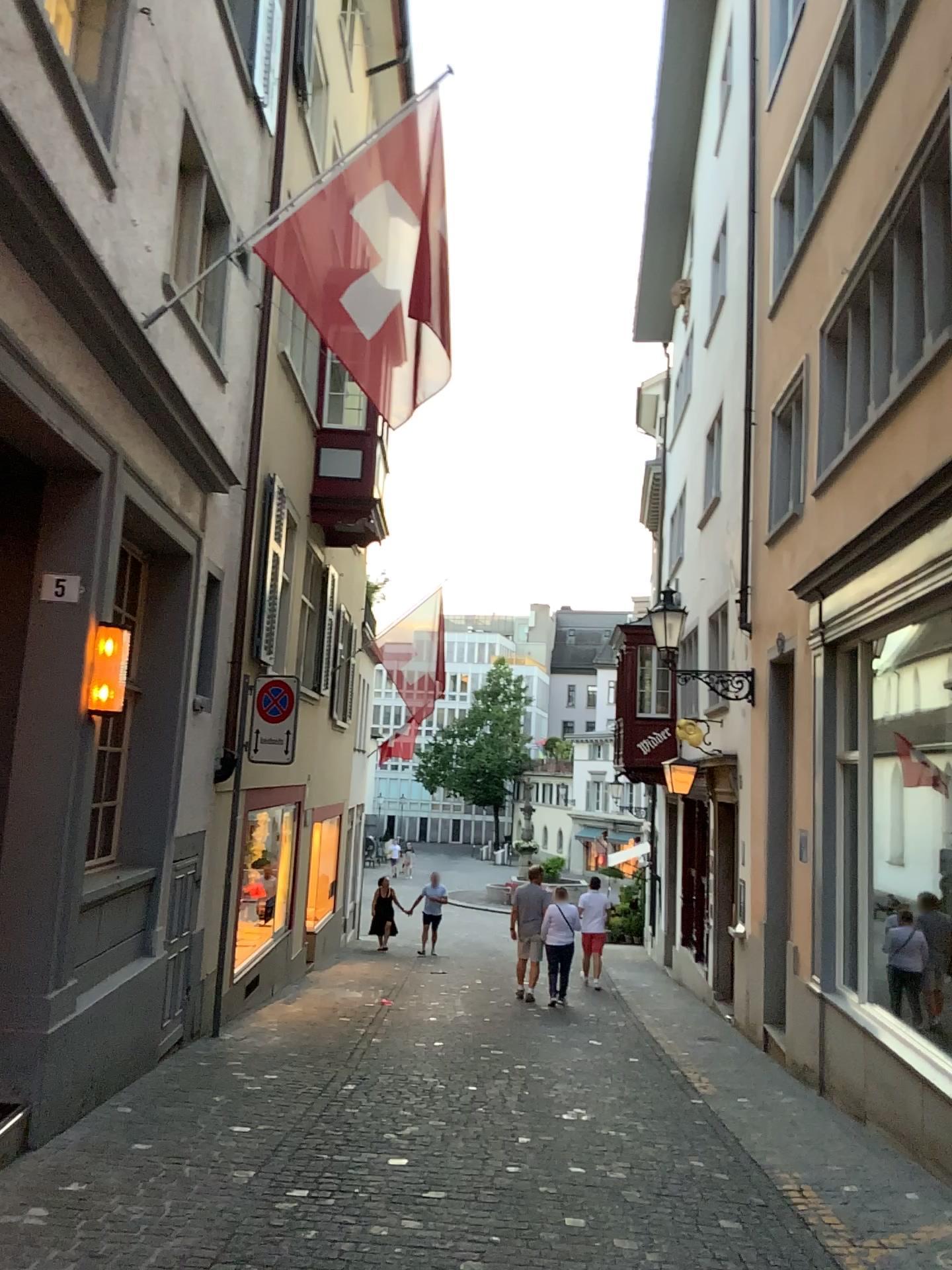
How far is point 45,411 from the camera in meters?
4.7 m
